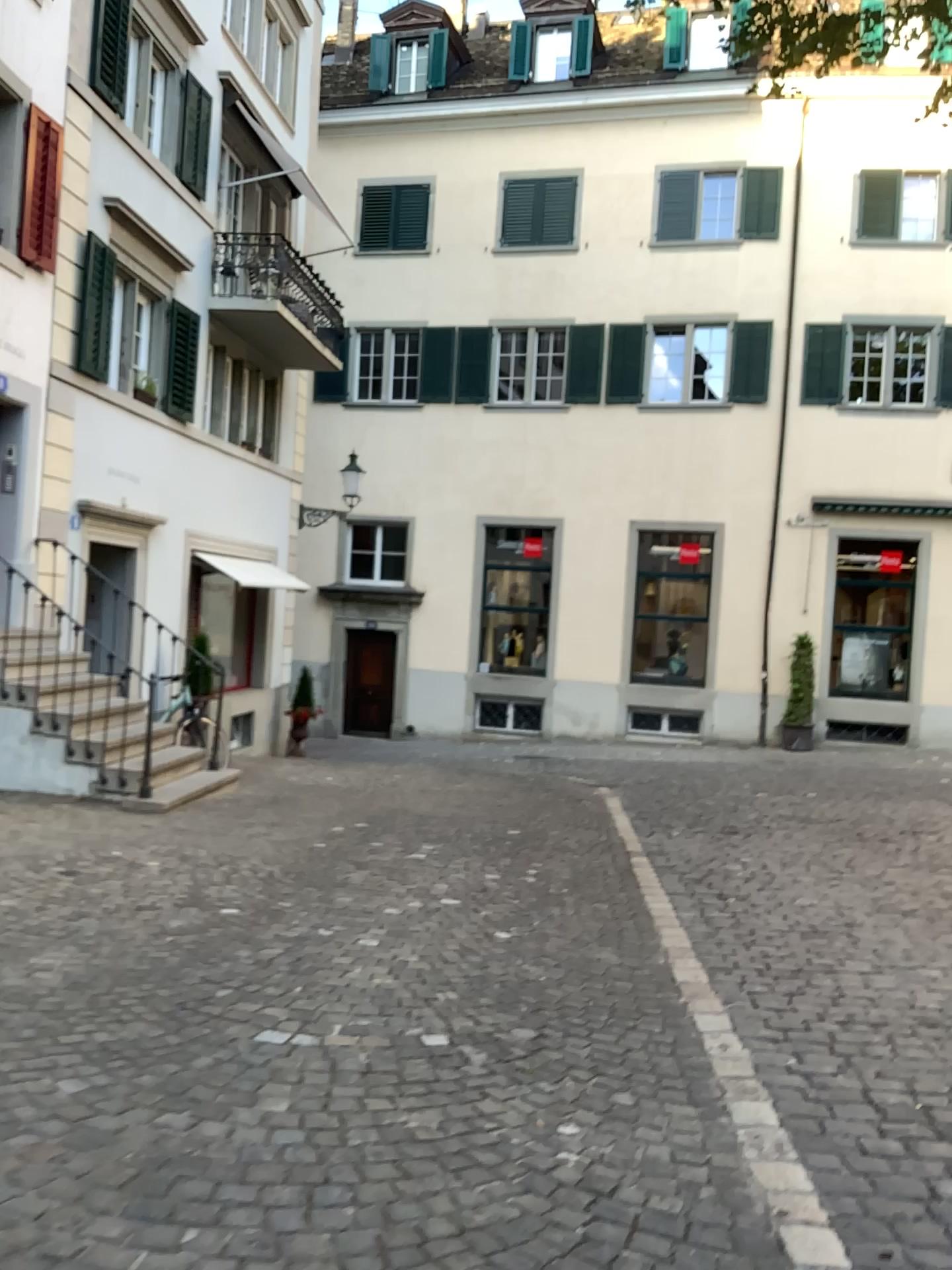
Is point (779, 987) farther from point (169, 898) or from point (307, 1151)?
point (169, 898)
